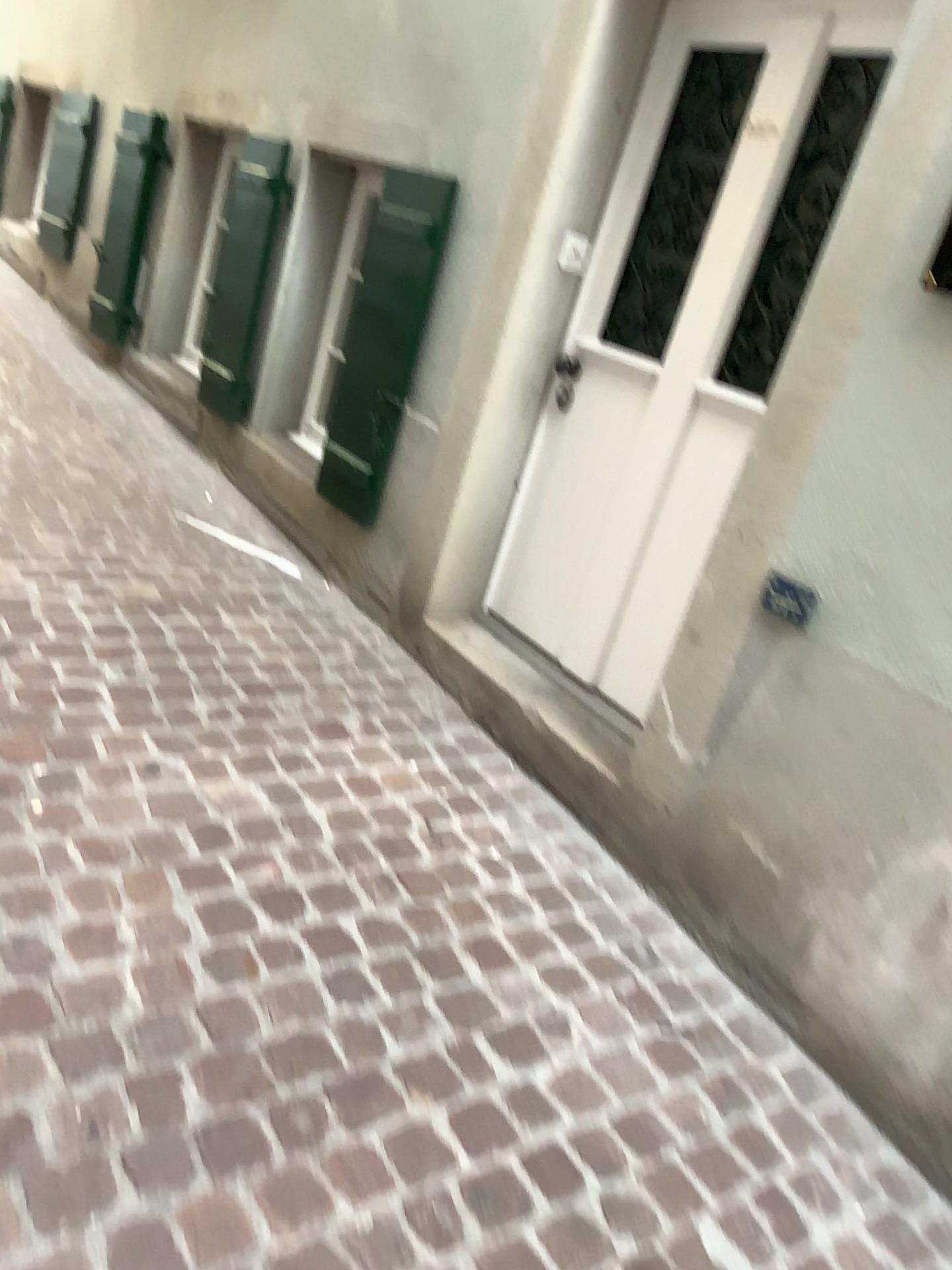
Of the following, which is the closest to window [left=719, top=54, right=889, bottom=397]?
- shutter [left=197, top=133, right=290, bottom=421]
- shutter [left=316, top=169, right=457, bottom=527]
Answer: shutter [left=316, top=169, right=457, bottom=527]

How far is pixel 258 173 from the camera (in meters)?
3.99

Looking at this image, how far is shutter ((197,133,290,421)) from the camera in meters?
4.0 m

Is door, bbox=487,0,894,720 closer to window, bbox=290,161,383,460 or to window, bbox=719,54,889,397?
window, bbox=719,54,889,397

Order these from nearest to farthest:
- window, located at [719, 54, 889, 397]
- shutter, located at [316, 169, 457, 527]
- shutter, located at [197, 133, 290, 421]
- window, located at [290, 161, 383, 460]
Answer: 1. window, located at [719, 54, 889, 397]
2. shutter, located at [316, 169, 457, 527]
3. window, located at [290, 161, 383, 460]
4. shutter, located at [197, 133, 290, 421]

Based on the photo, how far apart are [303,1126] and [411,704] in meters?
1.4

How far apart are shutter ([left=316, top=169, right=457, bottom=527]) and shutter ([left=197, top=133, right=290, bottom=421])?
0.7m

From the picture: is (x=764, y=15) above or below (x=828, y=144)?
above

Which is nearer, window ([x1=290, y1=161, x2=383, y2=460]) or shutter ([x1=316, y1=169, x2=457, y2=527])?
shutter ([x1=316, y1=169, x2=457, y2=527])

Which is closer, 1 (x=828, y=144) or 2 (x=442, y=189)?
1 (x=828, y=144)
